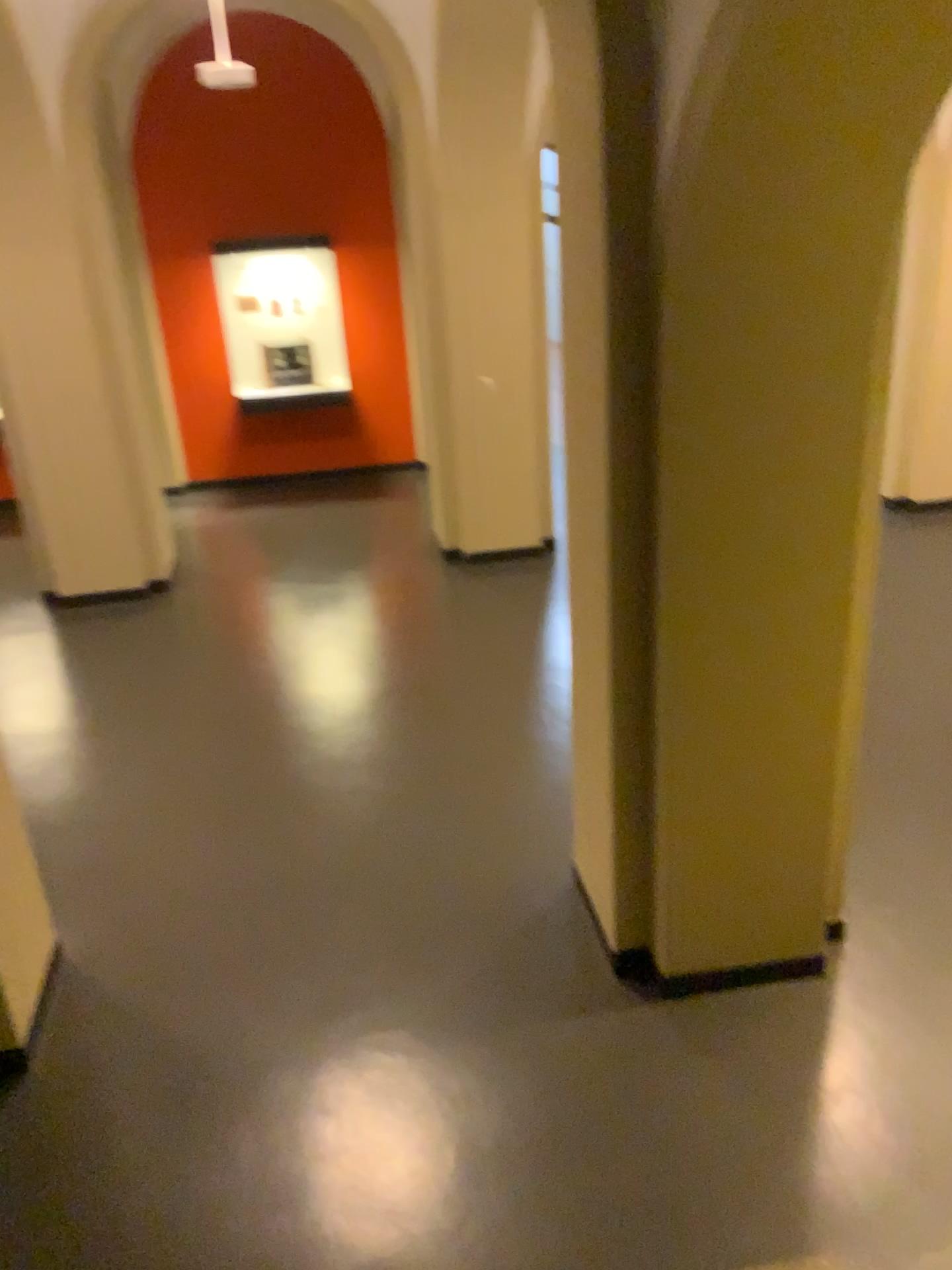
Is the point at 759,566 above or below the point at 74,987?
above
